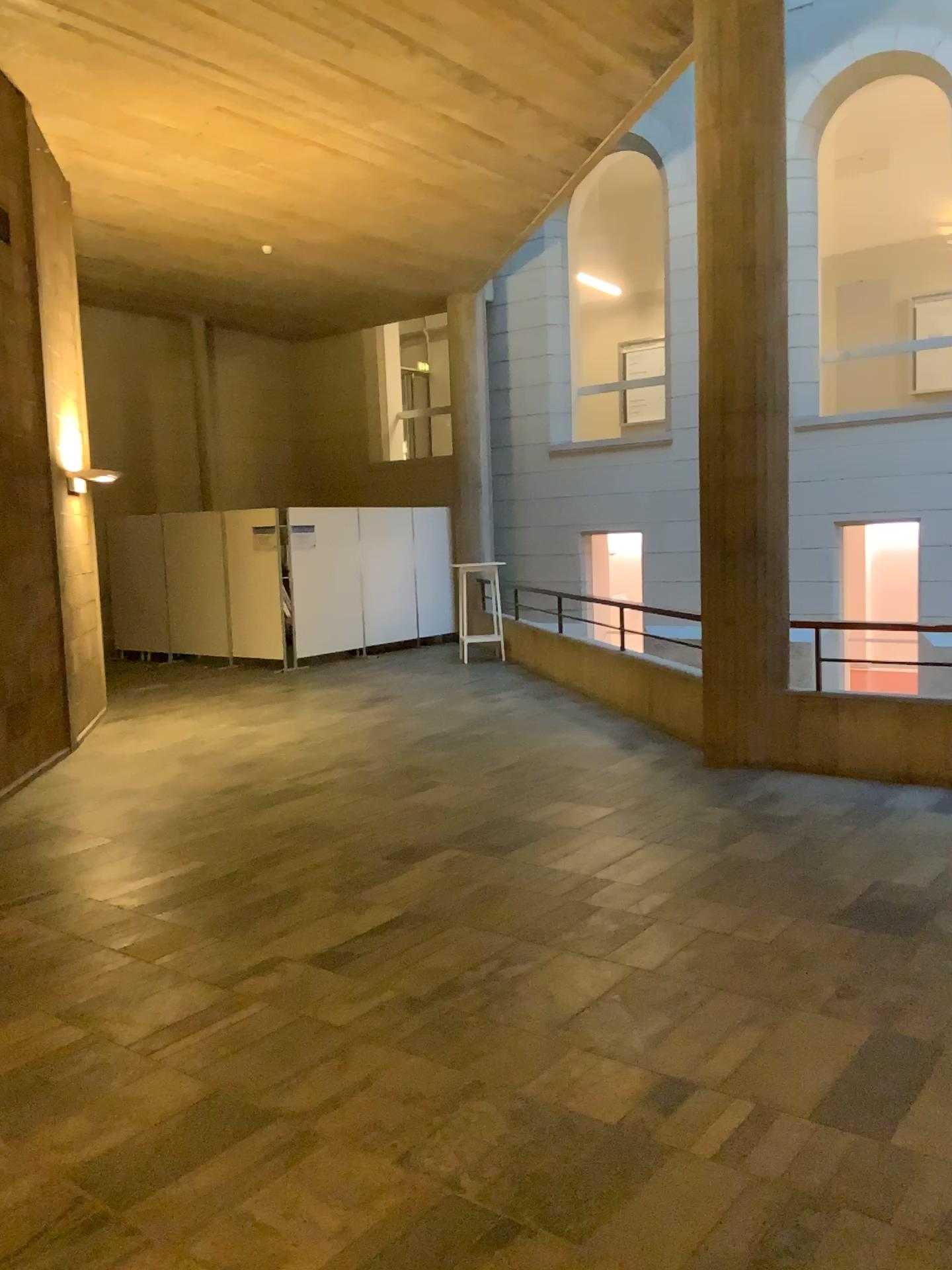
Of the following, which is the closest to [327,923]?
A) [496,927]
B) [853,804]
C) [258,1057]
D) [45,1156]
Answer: [496,927]
